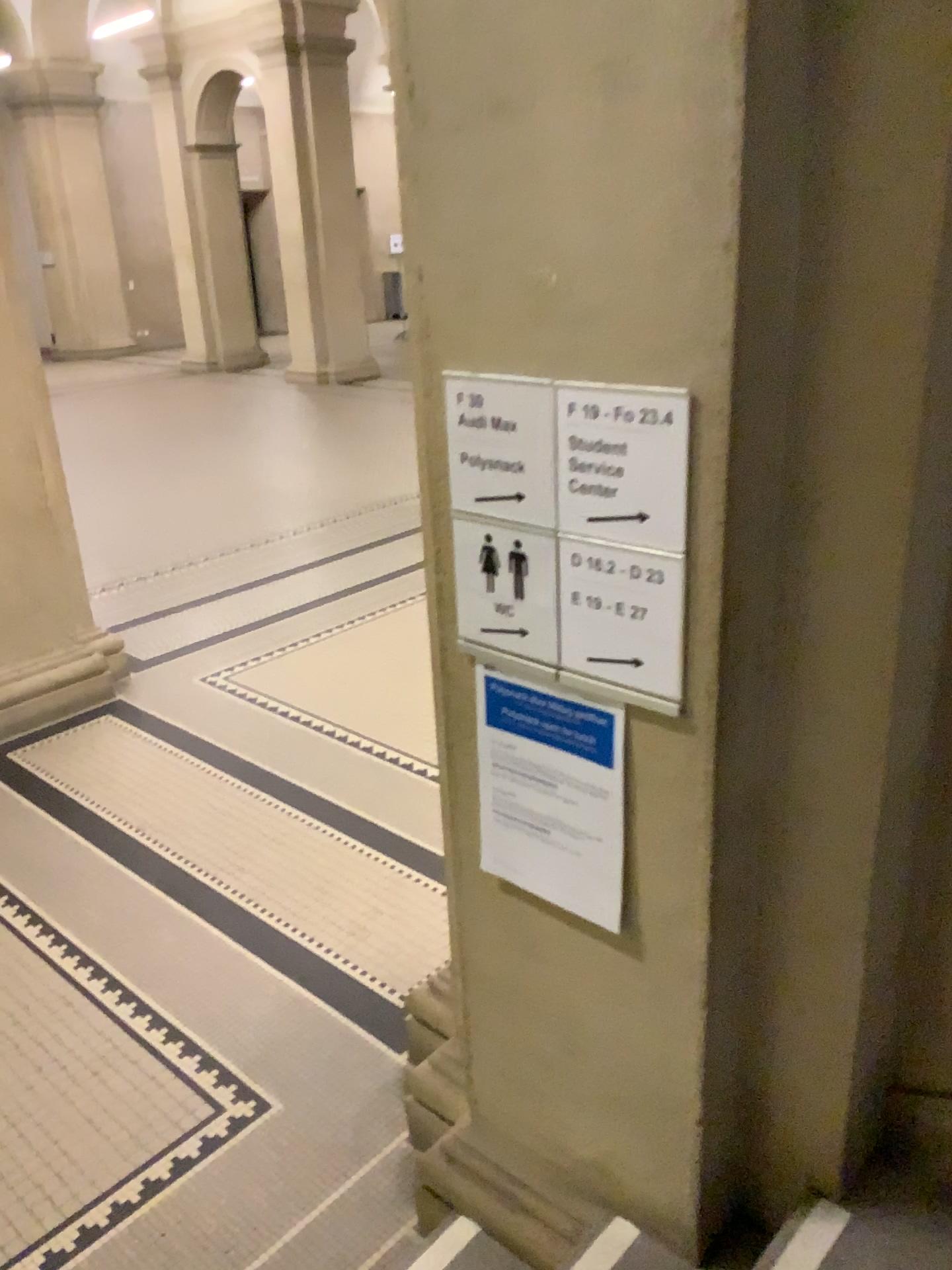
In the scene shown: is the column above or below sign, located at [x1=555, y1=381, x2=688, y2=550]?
below

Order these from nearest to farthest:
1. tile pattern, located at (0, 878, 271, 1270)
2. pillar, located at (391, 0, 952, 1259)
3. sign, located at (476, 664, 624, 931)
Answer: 1. pillar, located at (391, 0, 952, 1259)
2. sign, located at (476, 664, 624, 931)
3. tile pattern, located at (0, 878, 271, 1270)

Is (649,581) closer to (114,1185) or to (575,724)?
(575,724)

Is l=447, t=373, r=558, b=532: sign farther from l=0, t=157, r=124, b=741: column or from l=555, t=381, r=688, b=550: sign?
l=0, t=157, r=124, b=741: column

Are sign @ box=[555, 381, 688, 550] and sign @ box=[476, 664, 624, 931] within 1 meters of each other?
yes

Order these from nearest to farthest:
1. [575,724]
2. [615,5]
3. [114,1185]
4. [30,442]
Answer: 1. [615,5]
2. [575,724]
3. [114,1185]
4. [30,442]

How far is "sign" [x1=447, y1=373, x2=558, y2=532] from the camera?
1.49m

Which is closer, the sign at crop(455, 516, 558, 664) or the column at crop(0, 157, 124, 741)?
the sign at crop(455, 516, 558, 664)

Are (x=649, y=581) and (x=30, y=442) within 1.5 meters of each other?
no

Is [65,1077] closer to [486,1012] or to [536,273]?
[486,1012]
